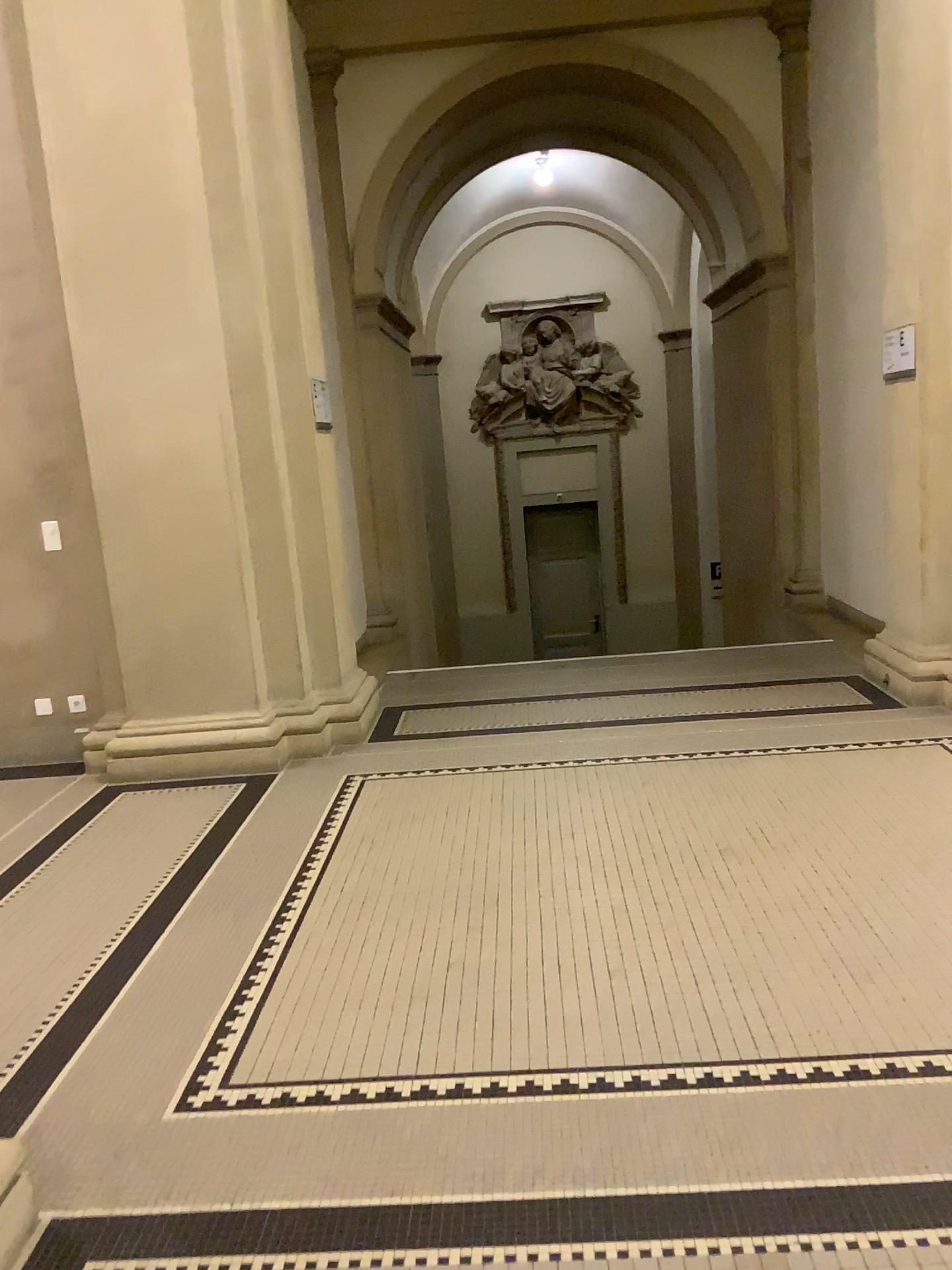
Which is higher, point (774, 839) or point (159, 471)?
point (159, 471)

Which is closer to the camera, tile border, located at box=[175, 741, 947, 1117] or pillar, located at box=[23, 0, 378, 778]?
tile border, located at box=[175, 741, 947, 1117]

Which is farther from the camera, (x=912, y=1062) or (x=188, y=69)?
(x=188, y=69)

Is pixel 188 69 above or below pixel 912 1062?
above
